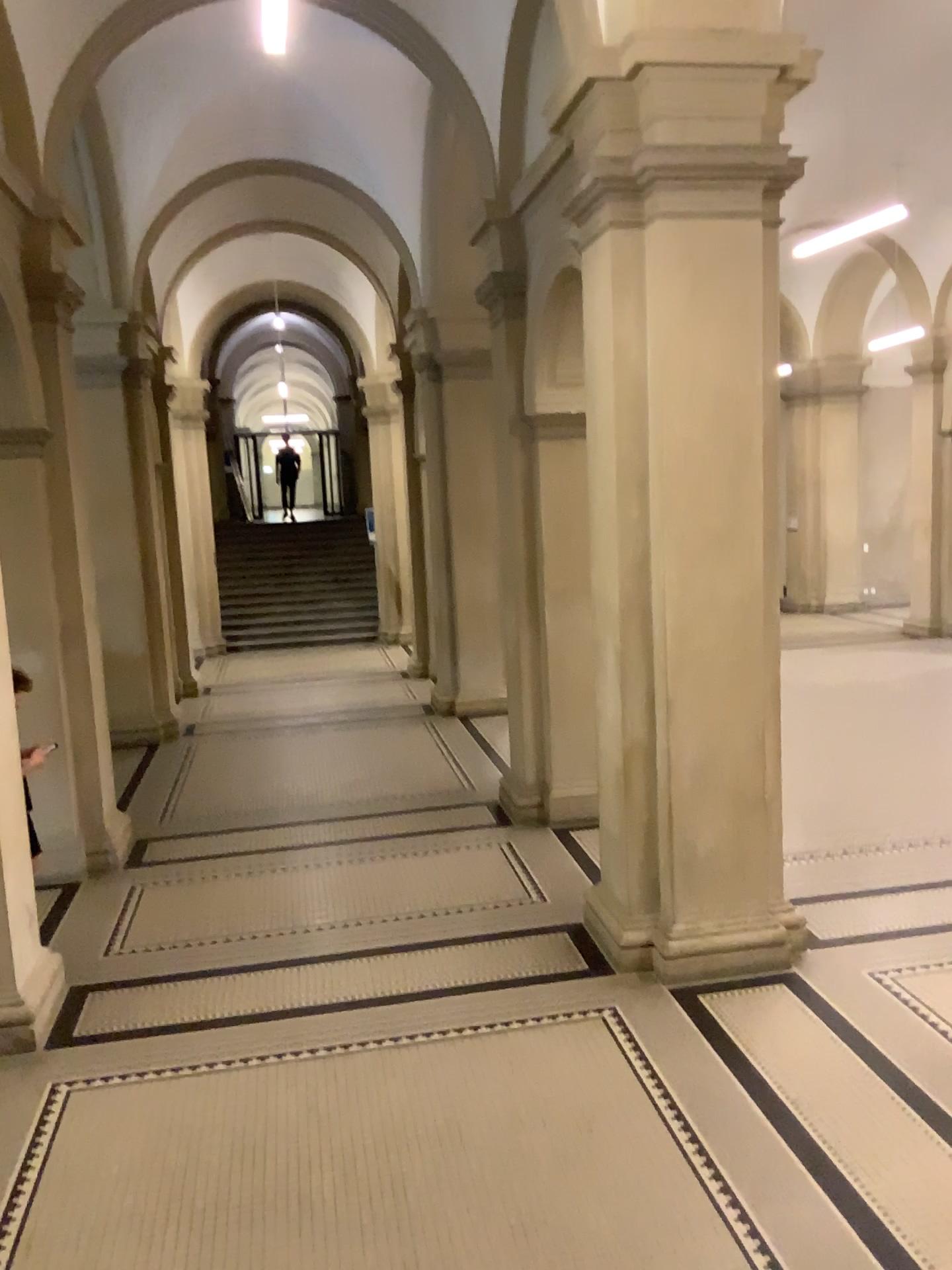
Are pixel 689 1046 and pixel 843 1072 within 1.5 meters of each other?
yes
